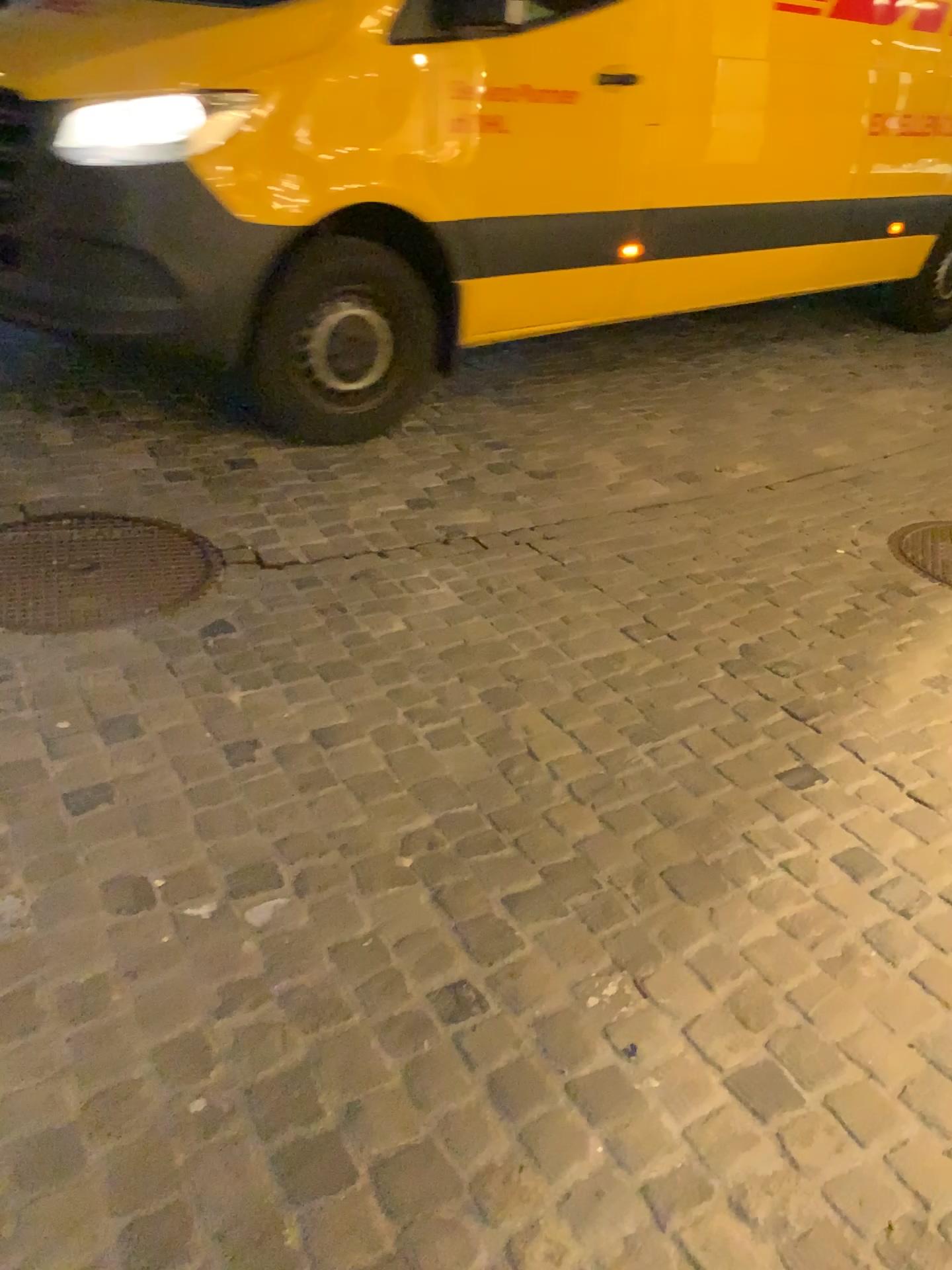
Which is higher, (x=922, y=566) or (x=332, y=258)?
(x=332, y=258)

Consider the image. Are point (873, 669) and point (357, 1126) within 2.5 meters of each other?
yes

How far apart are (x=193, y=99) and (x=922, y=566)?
2.6 meters

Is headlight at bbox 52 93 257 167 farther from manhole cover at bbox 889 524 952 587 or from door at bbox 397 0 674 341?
manhole cover at bbox 889 524 952 587

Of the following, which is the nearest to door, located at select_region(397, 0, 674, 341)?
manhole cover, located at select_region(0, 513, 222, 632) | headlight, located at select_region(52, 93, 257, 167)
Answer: headlight, located at select_region(52, 93, 257, 167)

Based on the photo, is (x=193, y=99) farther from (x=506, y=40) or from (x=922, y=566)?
(x=922, y=566)

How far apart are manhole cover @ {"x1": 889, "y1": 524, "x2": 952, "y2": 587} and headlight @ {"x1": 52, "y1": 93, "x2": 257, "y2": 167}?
2.44m

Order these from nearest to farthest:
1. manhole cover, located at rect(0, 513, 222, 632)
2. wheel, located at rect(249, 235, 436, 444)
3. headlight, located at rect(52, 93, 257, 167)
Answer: manhole cover, located at rect(0, 513, 222, 632) < headlight, located at rect(52, 93, 257, 167) < wheel, located at rect(249, 235, 436, 444)

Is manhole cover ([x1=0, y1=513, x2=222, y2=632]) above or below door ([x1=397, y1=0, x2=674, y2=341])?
below

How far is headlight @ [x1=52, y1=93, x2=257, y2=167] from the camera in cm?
309
